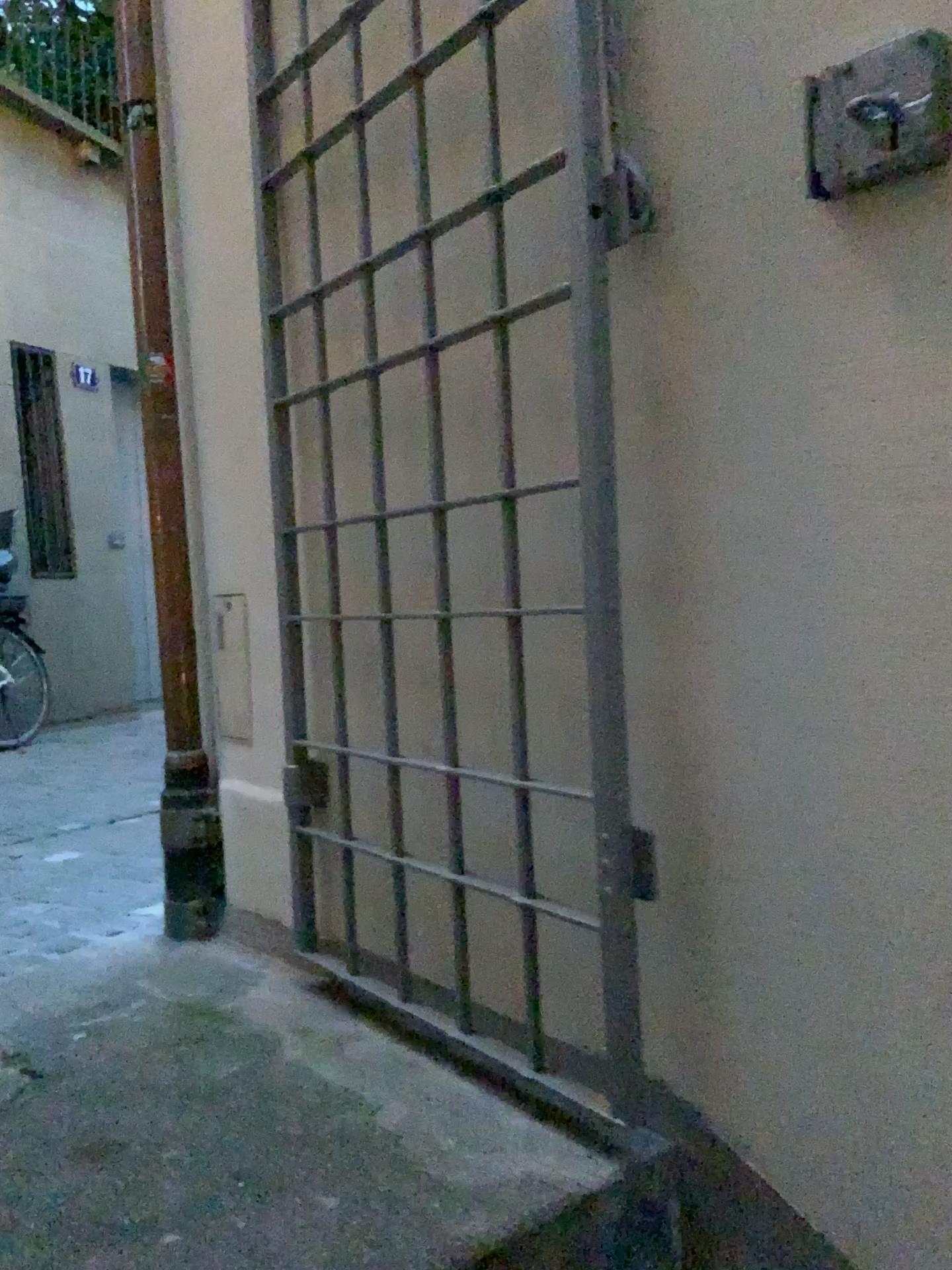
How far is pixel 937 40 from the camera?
0.9 meters

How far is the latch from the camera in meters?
0.9

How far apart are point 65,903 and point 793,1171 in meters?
1.8

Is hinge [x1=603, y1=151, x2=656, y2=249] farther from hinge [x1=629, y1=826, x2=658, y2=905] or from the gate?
hinge [x1=629, y1=826, x2=658, y2=905]

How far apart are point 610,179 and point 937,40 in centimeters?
35cm

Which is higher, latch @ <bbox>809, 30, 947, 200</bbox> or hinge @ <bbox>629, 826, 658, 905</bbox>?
latch @ <bbox>809, 30, 947, 200</bbox>

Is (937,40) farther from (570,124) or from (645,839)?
(645,839)

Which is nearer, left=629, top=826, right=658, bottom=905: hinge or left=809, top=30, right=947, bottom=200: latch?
left=809, top=30, right=947, bottom=200: latch

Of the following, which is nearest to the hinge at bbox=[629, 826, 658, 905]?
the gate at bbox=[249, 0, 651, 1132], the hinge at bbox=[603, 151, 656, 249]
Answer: the gate at bbox=[249, 0, 651, 1132]

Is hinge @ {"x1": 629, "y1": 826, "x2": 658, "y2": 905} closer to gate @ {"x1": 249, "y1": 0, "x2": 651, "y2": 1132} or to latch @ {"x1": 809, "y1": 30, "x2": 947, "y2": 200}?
gate @ {"x1": 249, "y1": 0, "x2": 651, "y2": 1132}
